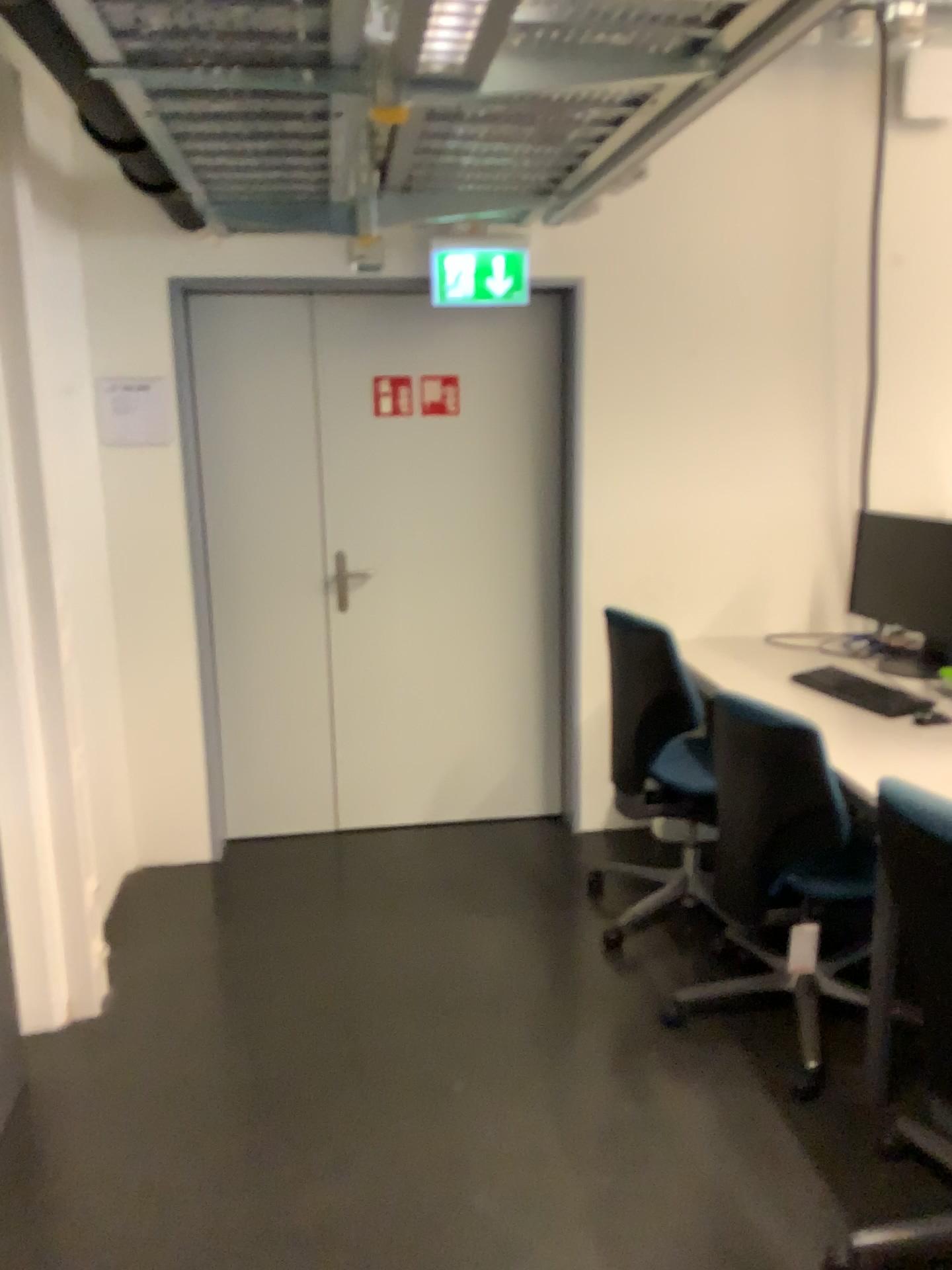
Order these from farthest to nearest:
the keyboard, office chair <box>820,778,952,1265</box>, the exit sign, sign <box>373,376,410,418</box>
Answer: sign <box>373,376,410,418</box>, the exit sign, the keyboard, office chair <box>820,778,952,1265</box>

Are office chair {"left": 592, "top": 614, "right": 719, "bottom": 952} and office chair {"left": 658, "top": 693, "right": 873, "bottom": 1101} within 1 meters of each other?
yes

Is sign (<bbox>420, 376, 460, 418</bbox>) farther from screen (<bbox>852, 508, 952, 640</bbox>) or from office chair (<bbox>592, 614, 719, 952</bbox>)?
screen (<bbox>852, 508, 952, 640</bbox>)

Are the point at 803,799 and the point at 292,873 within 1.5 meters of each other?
no

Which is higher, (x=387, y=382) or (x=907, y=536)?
(x=387, y=382)

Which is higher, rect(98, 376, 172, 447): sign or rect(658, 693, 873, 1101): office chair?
rect(98, 376, 172, 447): sign

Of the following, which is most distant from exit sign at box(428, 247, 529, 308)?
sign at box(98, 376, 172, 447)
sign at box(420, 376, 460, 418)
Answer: sign at box(98, 376, 172, 447)

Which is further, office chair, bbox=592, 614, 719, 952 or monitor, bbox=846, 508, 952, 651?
monitor, bbox=846, 508, 952, 651

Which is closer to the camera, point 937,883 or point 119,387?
point 937,883

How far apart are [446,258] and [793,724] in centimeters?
192cm
